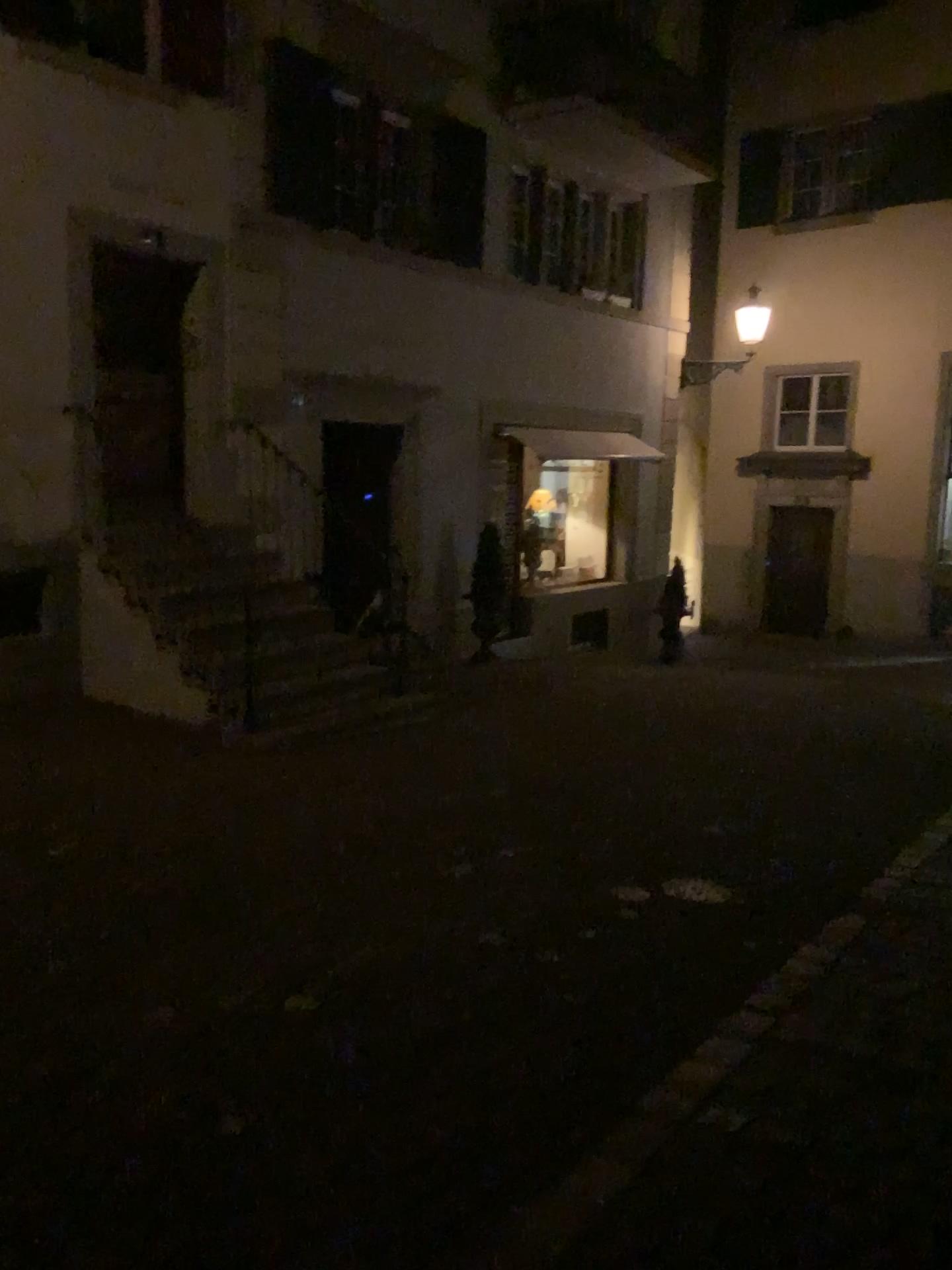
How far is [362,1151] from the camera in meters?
2.7
